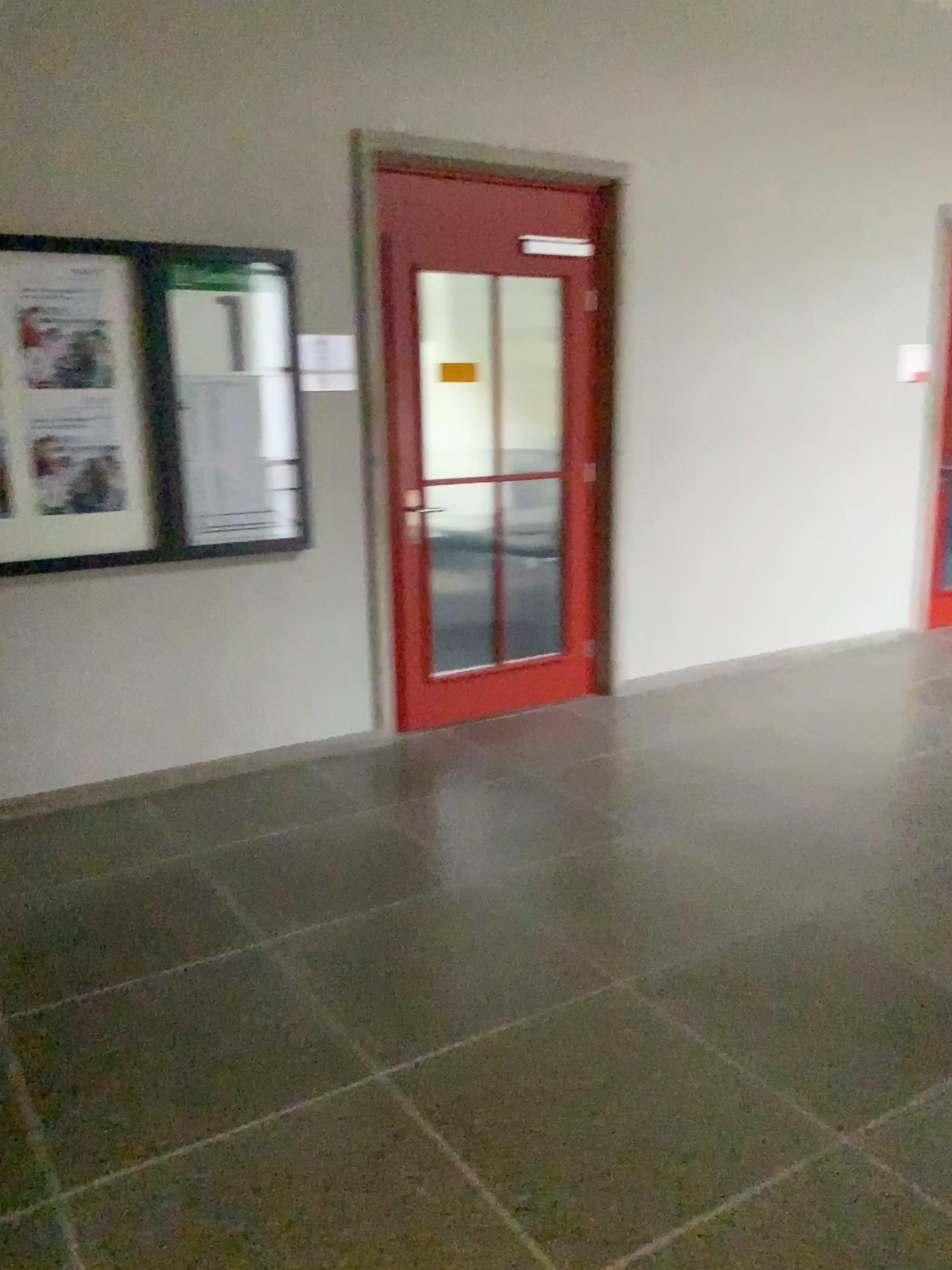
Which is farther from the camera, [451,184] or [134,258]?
[451,184]

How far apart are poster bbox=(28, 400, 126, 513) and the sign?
0.74m

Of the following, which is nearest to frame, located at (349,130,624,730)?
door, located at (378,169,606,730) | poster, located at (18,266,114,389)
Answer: door, located at (378,169,606,730)

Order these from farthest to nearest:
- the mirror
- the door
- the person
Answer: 1. the door
2. the mirror
3. the person

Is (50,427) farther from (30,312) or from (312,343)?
(312,343)

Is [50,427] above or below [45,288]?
below

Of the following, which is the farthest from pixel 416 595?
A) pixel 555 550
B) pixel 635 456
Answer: pixel 635 456

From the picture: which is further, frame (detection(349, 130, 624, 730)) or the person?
frame (detection(349, 130, 624, 730))

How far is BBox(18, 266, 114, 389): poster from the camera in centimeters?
357cm

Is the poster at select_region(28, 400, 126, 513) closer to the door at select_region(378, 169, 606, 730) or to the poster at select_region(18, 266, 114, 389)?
Answer: the poster at select_region(18, 266, 114, 389)
